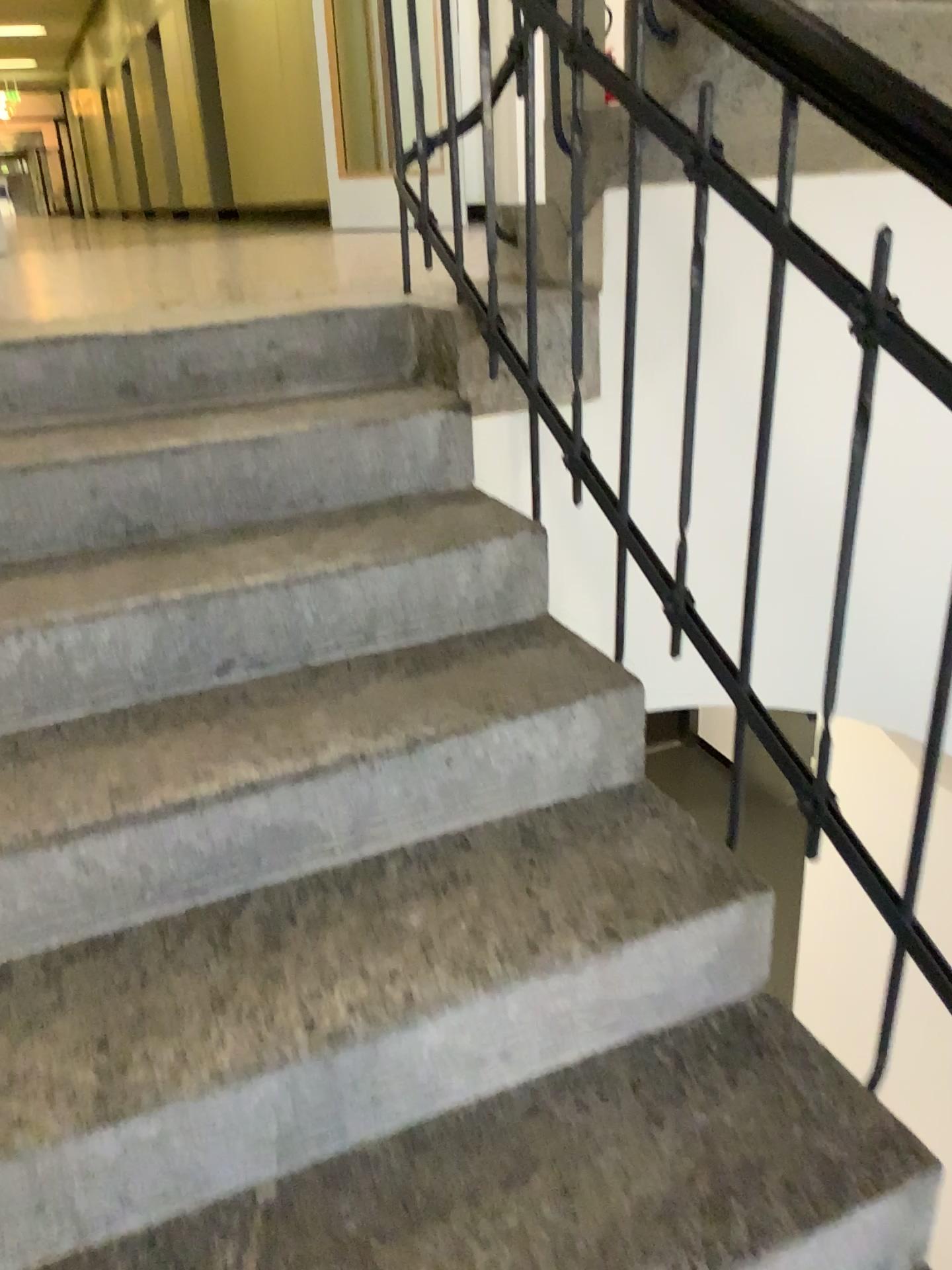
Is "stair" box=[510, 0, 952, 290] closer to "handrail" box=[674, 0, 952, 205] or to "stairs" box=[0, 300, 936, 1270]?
"stairs" box=[0, 300, 936, 1270]

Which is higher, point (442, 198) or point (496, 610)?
point (442, 198)

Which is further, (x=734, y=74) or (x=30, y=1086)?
(x=734, y=74)

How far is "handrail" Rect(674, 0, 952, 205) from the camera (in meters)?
0.94

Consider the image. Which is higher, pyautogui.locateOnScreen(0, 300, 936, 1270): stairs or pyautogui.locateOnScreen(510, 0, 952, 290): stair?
pyautogui.locateOnScreen(510, 0, 952, 290): stair

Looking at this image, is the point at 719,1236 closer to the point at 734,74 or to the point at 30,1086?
the point at 30,1086

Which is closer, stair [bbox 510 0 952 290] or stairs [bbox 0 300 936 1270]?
stairs [bbox 0 300 936 1270]

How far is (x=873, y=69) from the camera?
0.9 meters

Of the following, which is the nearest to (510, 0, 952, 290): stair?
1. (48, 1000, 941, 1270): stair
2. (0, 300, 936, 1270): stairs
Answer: (0, 300, 936, 1270): stairs
